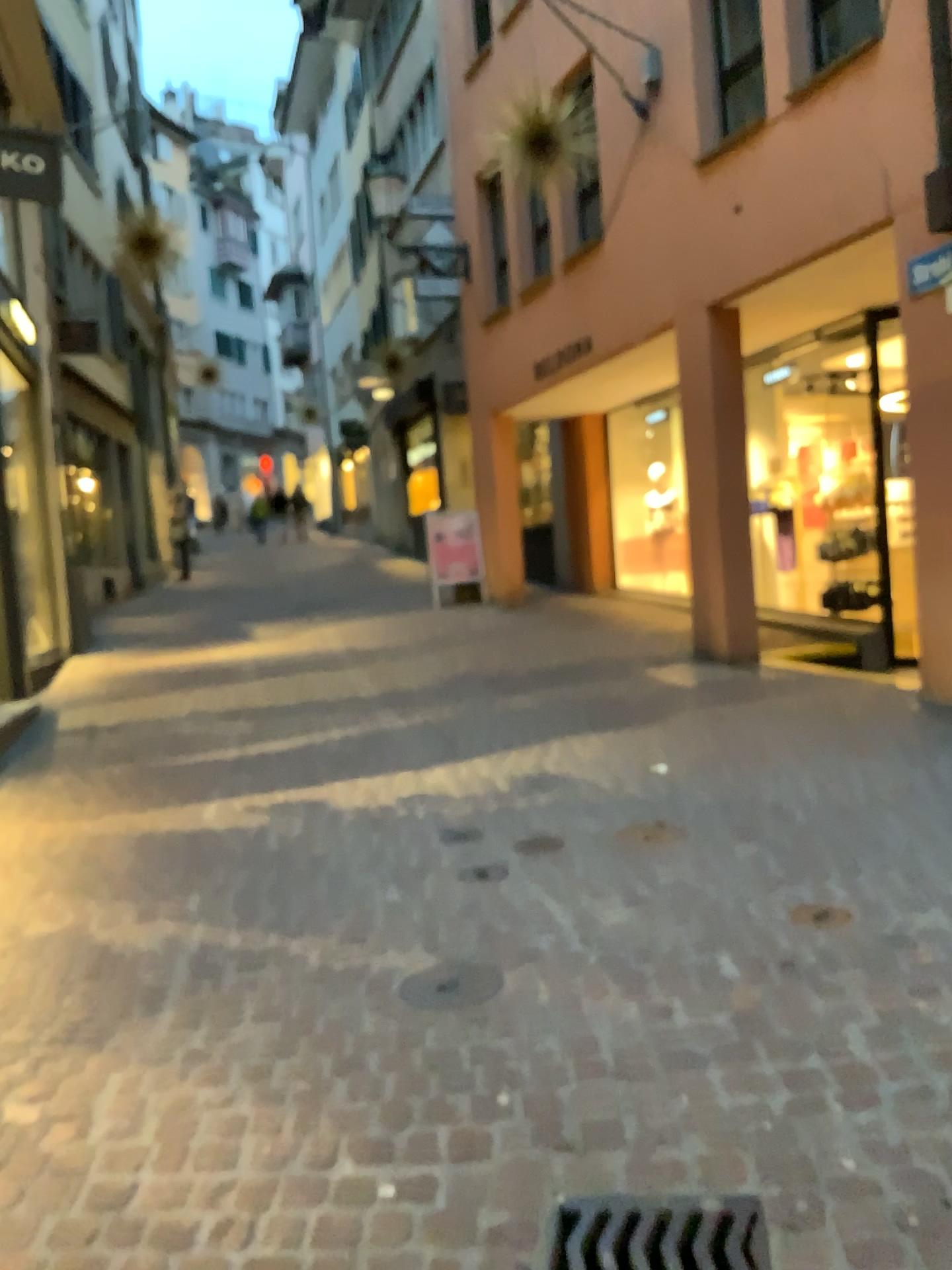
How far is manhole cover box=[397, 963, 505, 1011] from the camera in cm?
282

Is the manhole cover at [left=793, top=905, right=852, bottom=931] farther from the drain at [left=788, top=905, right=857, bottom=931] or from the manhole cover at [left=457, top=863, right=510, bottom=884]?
the manhole cover at [left=457, top=863, right=510, bottom=884]

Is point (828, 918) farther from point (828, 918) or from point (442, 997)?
point (442, 997)

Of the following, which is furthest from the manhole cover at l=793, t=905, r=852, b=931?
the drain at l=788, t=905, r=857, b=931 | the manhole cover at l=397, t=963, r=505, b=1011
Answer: the manhole cover at l=397, t=963, r=505, b=1011

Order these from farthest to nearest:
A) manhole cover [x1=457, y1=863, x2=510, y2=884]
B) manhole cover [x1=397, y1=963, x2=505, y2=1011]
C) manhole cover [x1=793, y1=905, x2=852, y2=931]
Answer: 1. manhole cover [x1=457, y1=863, x2=510, y2=884]
2. manhole cover [x1=793, y1=905, x2=852, y2=931]
3. manhole cover [x1=397, y1=963, x2=505, y2=1011]

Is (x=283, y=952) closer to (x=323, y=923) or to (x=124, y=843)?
(x=323, y=923)

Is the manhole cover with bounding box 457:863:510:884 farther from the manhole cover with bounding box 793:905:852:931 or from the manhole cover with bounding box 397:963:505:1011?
the manhole cover with bounding box 793:905:852:931

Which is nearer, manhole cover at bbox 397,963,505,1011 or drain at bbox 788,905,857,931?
manhole cover at bbox 397,963,505,1011

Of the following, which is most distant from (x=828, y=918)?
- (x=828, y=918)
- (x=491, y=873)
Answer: (x=491, y=873)

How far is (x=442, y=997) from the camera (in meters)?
2.82
